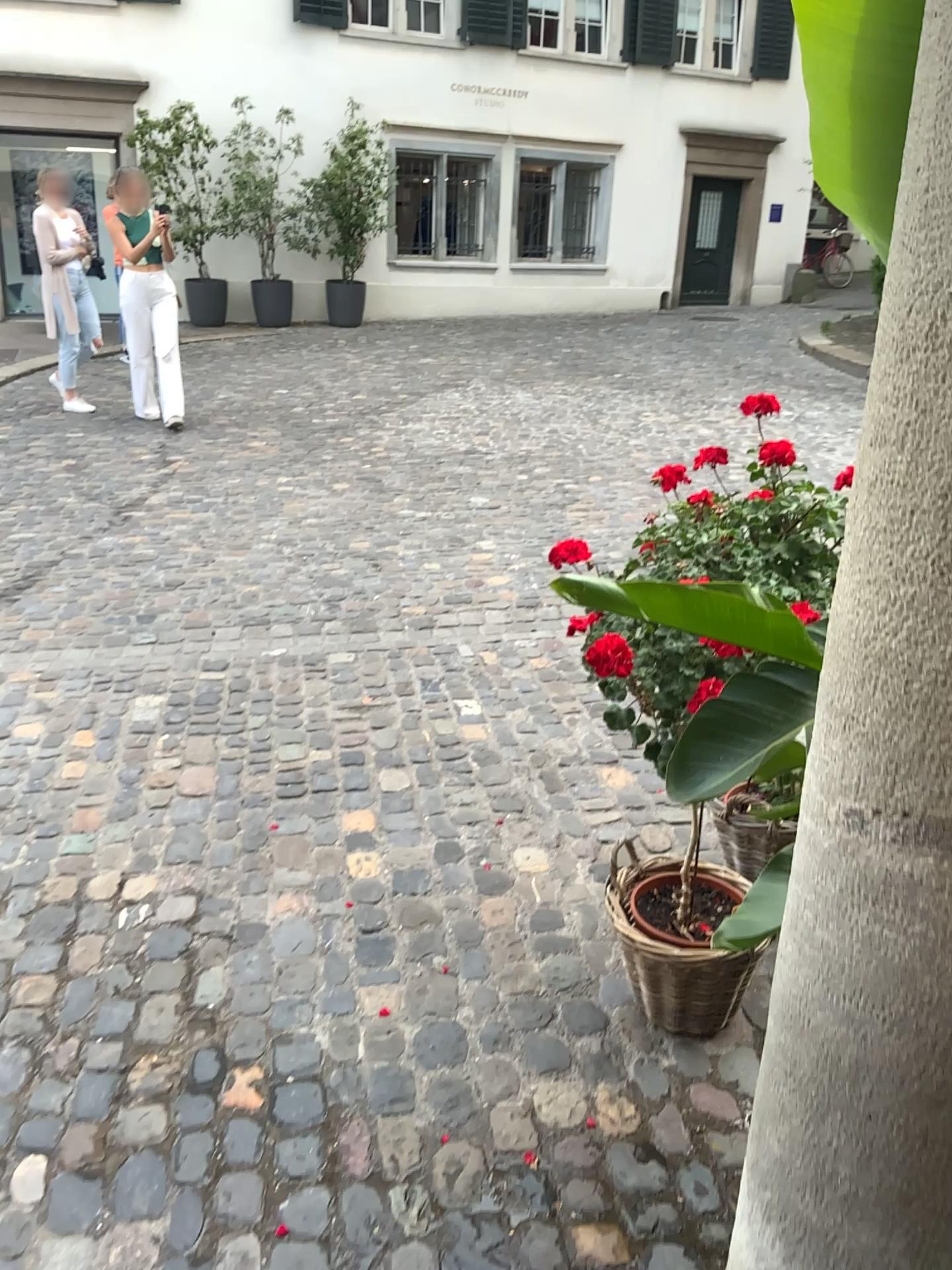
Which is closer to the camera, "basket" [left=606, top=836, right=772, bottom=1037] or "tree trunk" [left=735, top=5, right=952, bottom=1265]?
"tree trunk" [left=735, top=5, right=952, bottom=1265]

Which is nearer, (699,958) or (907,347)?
(907,347)

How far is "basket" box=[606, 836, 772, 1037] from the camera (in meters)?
2.03

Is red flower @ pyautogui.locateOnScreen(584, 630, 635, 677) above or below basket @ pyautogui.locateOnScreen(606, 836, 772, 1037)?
above

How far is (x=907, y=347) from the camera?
0.8 meters

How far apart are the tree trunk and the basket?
0.9 meters

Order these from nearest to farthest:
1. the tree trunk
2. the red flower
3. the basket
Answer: the tree trunk
the red flower
the basket

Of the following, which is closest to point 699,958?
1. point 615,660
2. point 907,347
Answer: point 615,660

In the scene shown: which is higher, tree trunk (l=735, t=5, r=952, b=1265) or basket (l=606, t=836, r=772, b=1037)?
tree trunk (l=735, t=5, r=952, b=1265)

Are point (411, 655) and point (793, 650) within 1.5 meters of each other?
no
